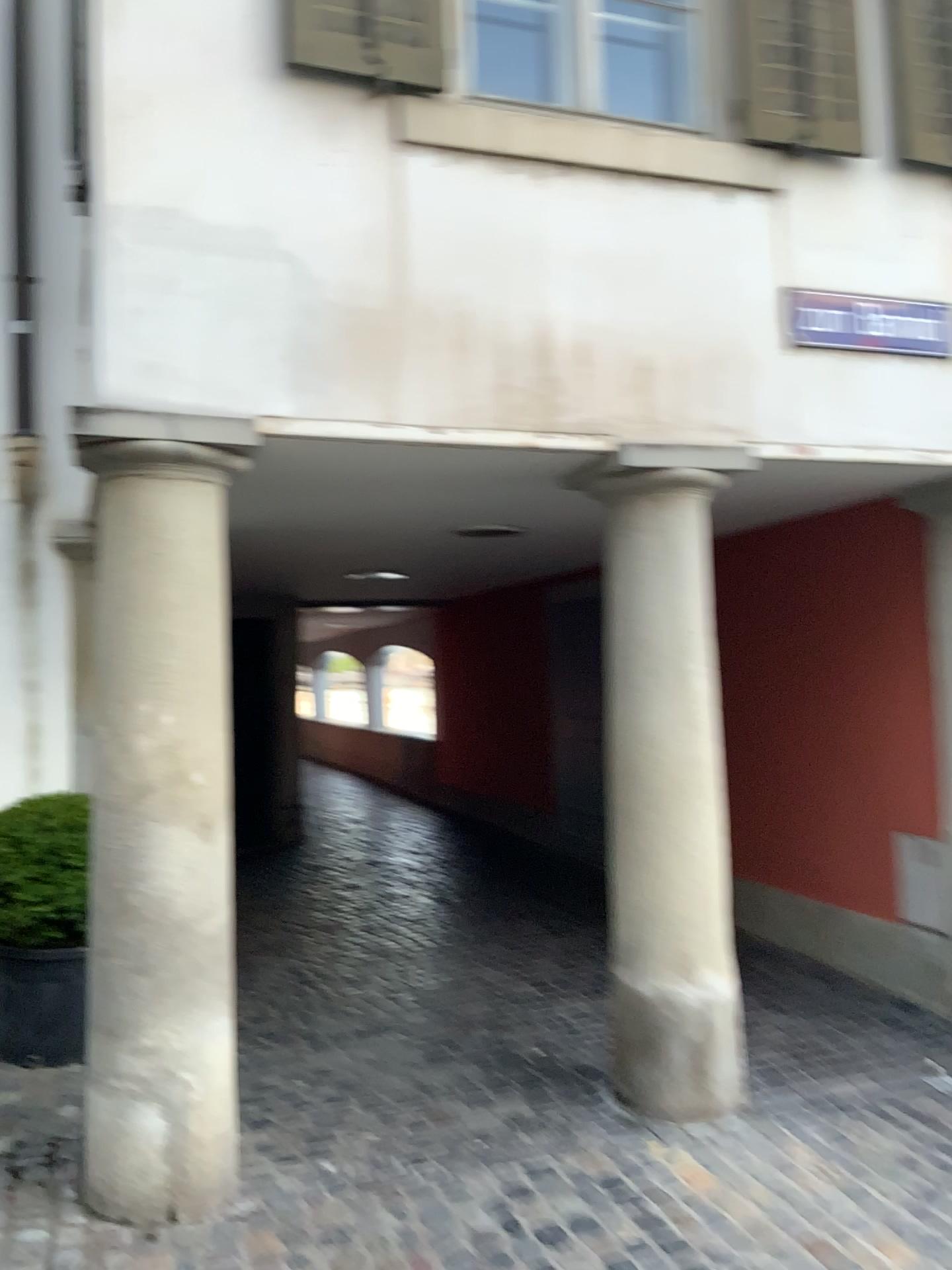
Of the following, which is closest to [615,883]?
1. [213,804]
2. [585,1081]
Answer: [585,1081]

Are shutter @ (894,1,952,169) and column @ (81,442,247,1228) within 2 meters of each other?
no

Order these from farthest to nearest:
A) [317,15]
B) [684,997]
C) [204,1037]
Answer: [684,997], [317,15], [204,1037]

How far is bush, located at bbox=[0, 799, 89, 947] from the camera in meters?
3.9 m

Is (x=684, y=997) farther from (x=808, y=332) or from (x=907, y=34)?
(x=907, y=34)

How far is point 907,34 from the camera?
3.85m

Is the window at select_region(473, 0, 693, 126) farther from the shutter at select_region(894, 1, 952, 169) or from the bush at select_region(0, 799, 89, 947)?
the bush at select_region(0, 799, 89, 947)

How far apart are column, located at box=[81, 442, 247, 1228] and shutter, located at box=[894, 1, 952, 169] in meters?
2.8 m

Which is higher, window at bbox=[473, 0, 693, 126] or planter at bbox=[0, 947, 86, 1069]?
window at bbox=[473, 0, 693, 126]

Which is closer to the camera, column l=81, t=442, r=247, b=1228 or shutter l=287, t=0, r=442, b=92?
column l=81, t=442, r=247, b=1228
